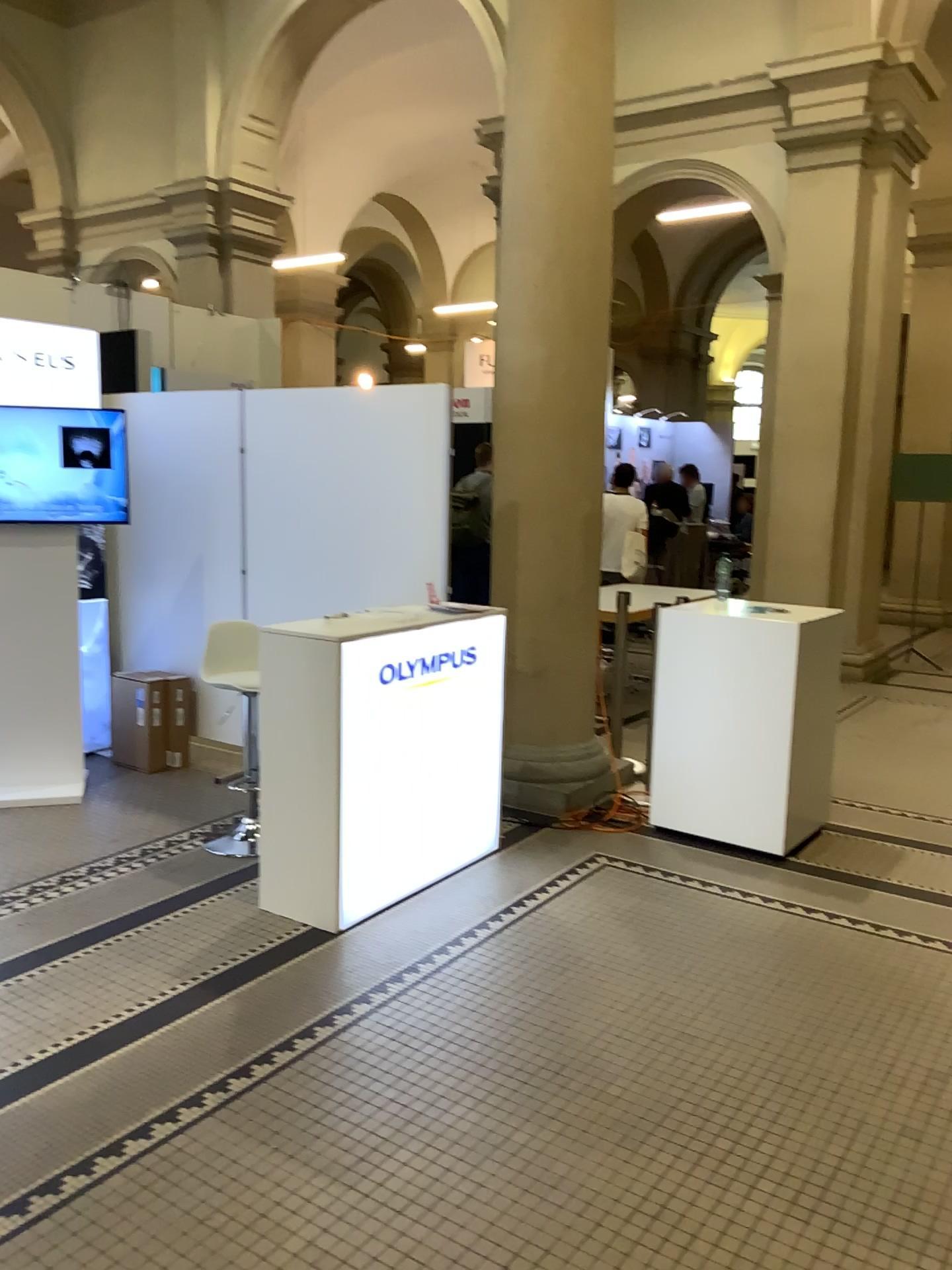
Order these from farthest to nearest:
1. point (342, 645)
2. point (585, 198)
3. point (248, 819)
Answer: point (585, 198), point (248, 819), point (342, 645)

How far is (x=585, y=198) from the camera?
4.75m

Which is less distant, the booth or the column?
the booth

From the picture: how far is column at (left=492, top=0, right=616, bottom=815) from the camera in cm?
475

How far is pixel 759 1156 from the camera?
2.4 meters

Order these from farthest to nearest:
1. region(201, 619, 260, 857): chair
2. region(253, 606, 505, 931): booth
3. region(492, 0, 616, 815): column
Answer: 1. region(492, 0, 616, 815): column
2. region(201, 619, 260, 857): chair
3. region(253, 606, 505, 931): booth

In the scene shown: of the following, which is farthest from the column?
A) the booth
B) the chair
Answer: the chair

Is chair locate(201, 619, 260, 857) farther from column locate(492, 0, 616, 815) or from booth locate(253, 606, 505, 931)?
column locate(492, 0, 616, 815)

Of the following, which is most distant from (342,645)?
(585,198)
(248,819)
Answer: (585,198)
